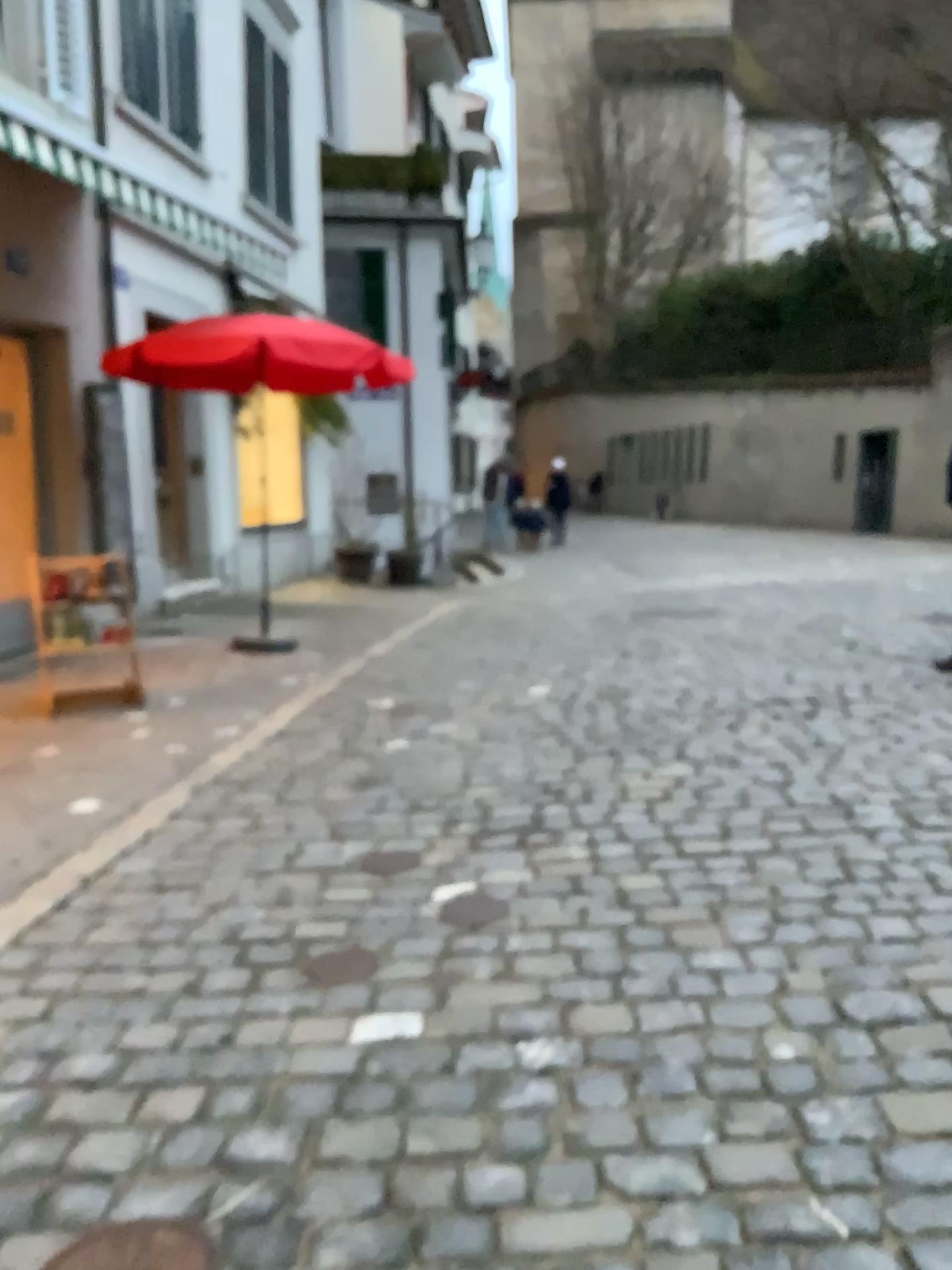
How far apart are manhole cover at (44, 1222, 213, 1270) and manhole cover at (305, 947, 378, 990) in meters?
0.9 m

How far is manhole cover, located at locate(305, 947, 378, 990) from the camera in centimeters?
267cm

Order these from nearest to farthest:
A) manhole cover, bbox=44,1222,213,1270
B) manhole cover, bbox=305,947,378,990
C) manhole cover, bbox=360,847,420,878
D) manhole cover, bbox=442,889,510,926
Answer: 1. manhole cover, bbox=44,1222,213,1270
2. manhole cover, bbox=305,947,378,990
3. manhole cover, bbox=442,889,510,926
4. manhole cover, bbox=360,847,420,878

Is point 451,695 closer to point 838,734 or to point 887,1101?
point 838,734

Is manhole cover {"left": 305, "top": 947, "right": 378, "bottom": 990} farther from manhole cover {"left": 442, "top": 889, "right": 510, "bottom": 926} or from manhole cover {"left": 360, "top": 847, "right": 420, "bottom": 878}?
manhole cover {"left": 360, "top": 847, "right": 420, "bottom": 878}

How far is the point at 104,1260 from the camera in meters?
1.7

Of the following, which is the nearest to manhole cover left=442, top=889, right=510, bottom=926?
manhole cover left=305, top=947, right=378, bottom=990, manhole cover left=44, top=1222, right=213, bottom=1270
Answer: manhole cover left=305, top=947, right=378, bottom=990

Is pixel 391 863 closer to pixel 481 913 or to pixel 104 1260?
pixel 481 913

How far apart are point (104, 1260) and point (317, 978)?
0.97m

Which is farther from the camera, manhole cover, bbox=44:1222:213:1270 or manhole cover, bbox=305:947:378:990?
manhole cover, bbox=305:947:378:990
